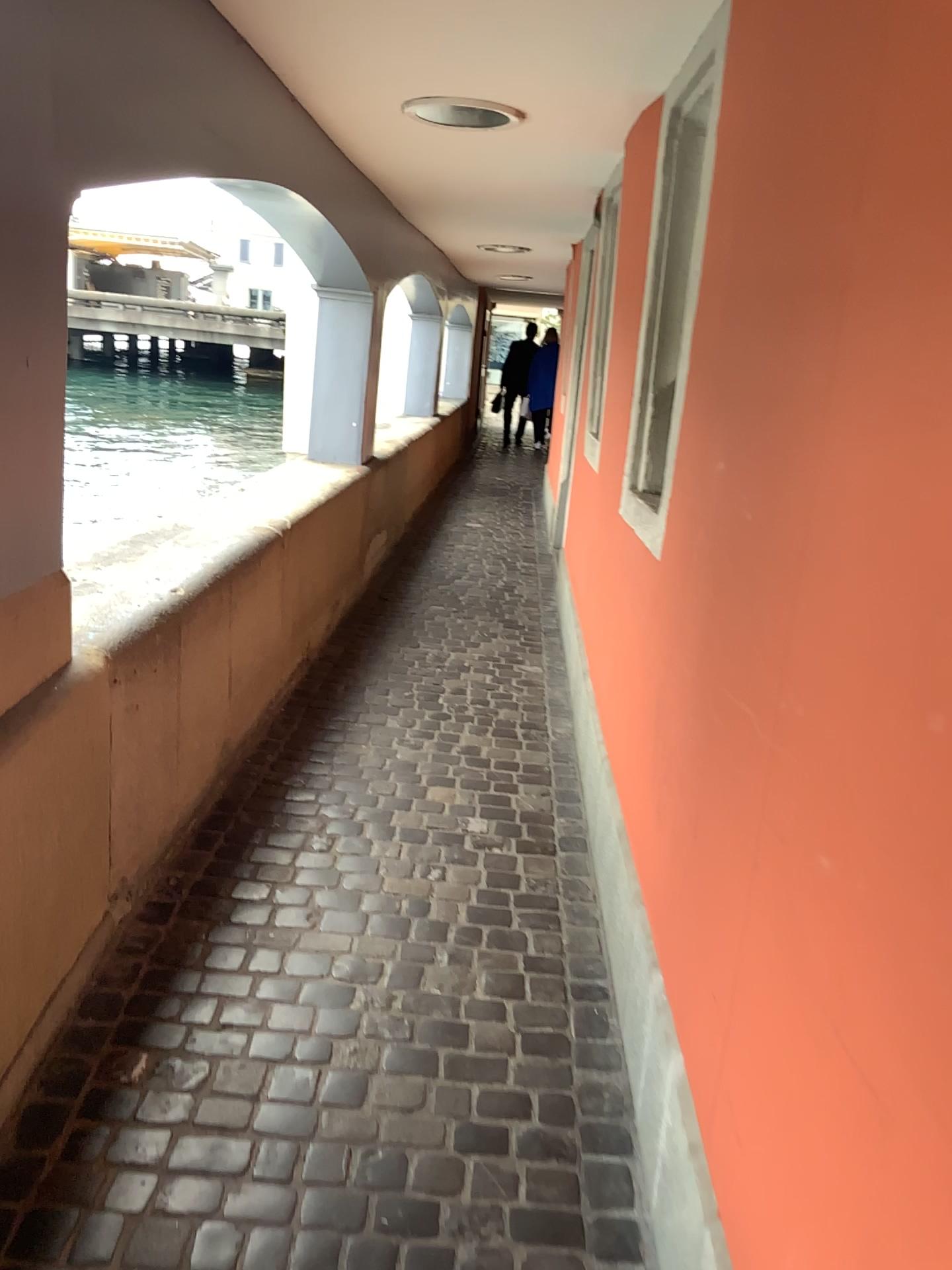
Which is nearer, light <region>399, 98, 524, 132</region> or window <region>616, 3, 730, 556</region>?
window <region>616, 3, 730, 556</region>

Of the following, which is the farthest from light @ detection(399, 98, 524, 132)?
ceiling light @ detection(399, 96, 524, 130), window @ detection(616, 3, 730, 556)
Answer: window @ detection(616, 3, 730, 556)

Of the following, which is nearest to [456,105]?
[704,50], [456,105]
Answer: [456,105]

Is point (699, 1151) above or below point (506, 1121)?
above

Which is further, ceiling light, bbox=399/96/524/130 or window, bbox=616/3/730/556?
ceiling light, bbox=399/96/524/130

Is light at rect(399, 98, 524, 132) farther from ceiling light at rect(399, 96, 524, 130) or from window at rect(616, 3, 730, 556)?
window at rect(616, 3, 730, 556)

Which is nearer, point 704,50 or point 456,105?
point 704,50

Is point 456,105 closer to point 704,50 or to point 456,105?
point 456,105
